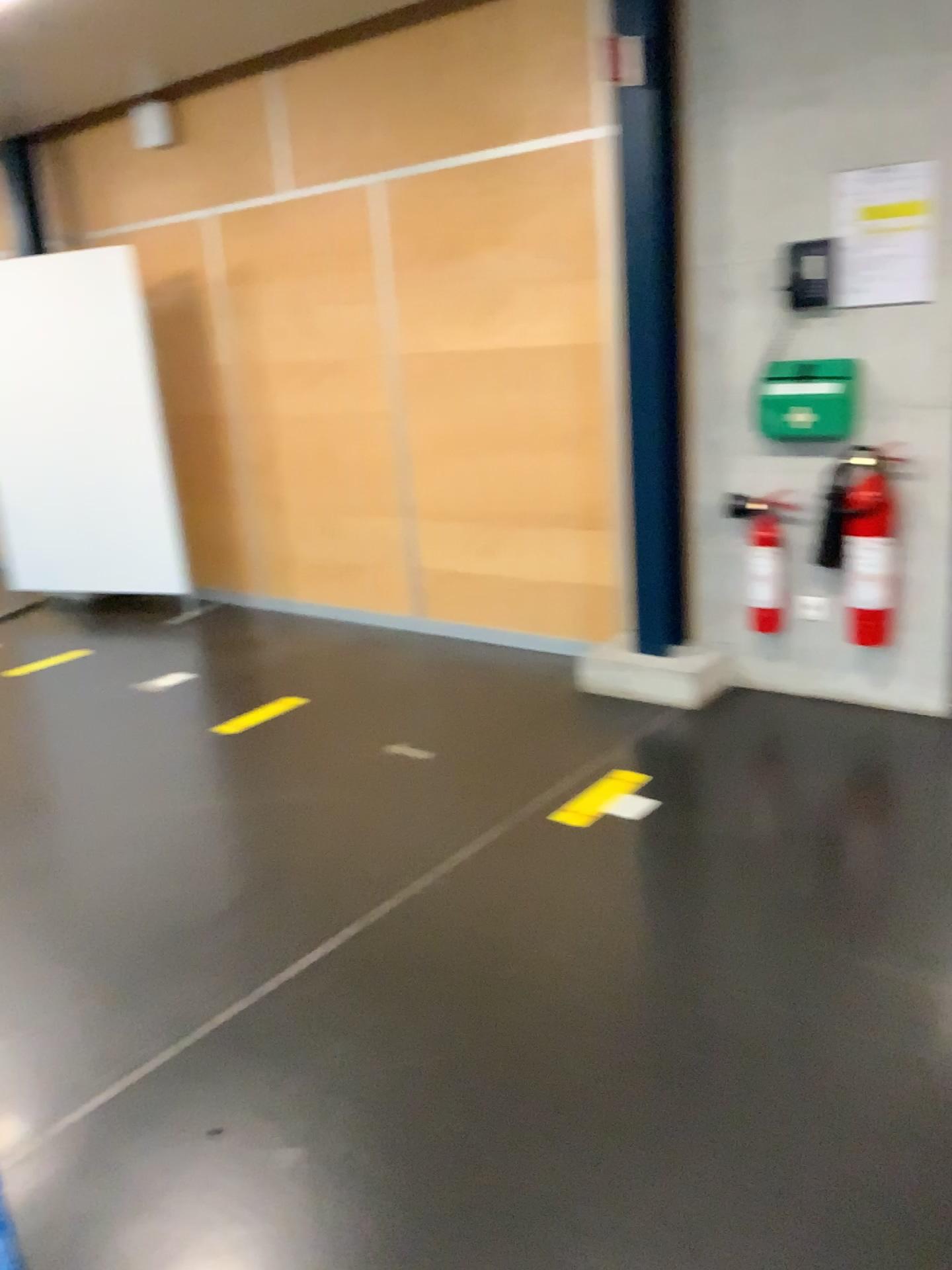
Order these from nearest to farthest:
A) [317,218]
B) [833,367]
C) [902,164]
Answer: [902,164] < [833,367] < [317,218]

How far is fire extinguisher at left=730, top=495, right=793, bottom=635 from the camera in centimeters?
384cm

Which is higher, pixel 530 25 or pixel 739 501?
pixel 530 25

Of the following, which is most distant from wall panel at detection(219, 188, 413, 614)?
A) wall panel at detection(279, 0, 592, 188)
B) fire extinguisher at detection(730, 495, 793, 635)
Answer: fire extinguisher at detection(730, 495, 793, 635)

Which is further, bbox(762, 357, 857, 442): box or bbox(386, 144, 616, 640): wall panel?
bbox(386, 144, 616, 640): wall panel

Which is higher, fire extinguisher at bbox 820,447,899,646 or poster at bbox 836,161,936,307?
poster at bbox 836,161,936,307

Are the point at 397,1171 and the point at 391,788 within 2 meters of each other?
yes

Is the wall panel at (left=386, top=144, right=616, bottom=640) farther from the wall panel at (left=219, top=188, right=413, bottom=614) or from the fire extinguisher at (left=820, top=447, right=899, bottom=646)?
the fire extinguisher at (left=820, top=447, right=899, bottom=646)

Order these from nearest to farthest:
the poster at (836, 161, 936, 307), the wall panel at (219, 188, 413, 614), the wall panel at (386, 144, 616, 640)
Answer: the poster at (836, 161, 936, 307)
the wall panel at (386, 144, 616, 640)
the wall panel at (219, 188, 413, 614)

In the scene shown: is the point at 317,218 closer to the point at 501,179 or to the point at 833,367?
the point at 501,179
